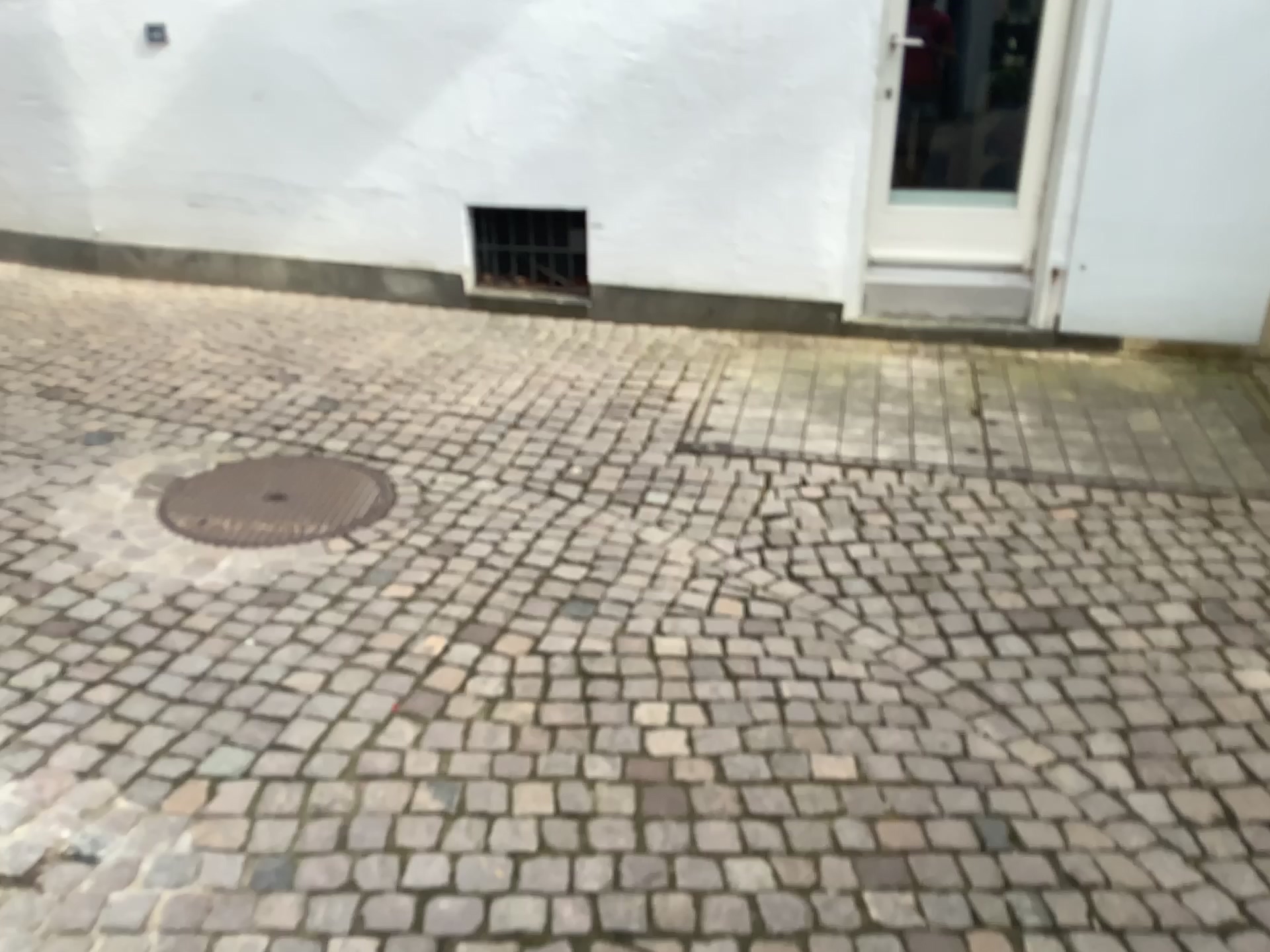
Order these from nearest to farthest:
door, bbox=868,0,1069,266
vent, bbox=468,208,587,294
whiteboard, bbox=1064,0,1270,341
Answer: whiteboard, bbox=1064,0,1270,341 < door, bbox=868,0,1069,266 < vent, bbox=468,208,587,294

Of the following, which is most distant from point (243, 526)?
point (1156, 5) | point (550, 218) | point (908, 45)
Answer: point (1156, 5)

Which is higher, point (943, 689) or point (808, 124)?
point (808, 124)

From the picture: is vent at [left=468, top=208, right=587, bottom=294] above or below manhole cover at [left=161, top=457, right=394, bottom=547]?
above

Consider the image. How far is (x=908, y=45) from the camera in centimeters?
451cm

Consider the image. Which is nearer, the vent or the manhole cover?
the manhole cover

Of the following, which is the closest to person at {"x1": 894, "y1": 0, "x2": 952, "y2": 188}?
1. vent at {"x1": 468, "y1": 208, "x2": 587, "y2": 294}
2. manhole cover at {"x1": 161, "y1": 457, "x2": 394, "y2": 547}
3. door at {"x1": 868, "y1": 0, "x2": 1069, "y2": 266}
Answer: door at {"x1": 868, "y1": 0, "x2": 1069, "y2": 266}

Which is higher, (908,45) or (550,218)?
(908,45)

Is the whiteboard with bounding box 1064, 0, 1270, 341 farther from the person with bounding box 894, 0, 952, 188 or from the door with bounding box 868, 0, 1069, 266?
the person with bounding box 894, 0, 952, 188

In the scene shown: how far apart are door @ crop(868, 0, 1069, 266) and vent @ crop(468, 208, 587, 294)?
1.37m
